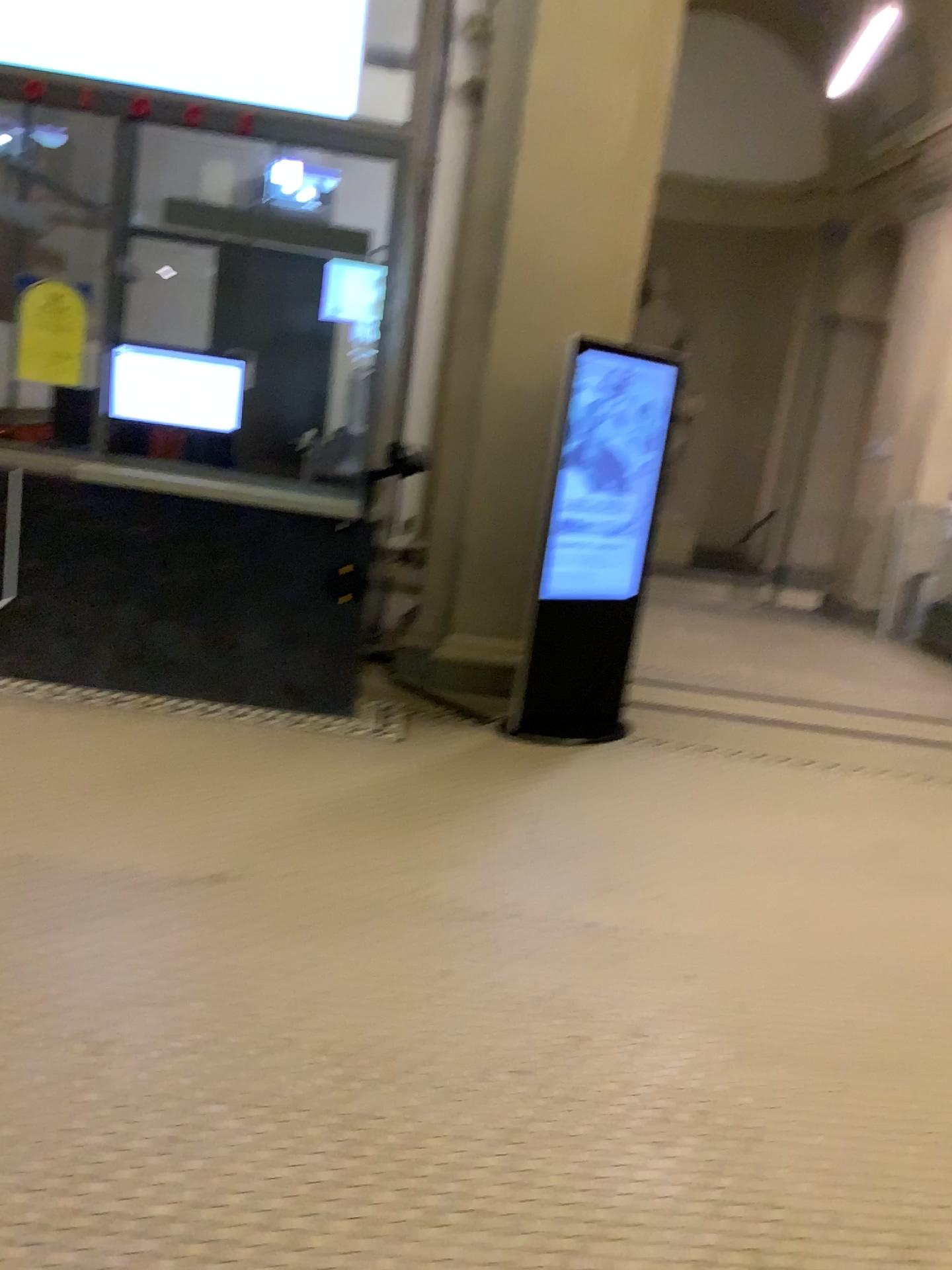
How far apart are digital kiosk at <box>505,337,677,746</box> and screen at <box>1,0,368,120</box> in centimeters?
150cm

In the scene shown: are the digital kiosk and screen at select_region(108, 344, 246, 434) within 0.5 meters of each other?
no

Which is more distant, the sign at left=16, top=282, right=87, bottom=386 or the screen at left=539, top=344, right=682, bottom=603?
the screen at left=539, top=344, right=682, bottom=603

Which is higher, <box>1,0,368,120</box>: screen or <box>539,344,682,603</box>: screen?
<box>1,0,368,120</box>: screen

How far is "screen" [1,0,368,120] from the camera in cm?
454

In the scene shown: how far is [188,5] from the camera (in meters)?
4.54

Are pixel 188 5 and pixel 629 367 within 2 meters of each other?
no

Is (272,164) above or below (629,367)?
above

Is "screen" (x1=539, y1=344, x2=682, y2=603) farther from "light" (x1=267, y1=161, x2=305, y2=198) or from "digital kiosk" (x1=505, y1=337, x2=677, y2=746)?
"light" (x1=267, y1=161, x2=305, y2=198)

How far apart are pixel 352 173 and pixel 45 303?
1.4m
